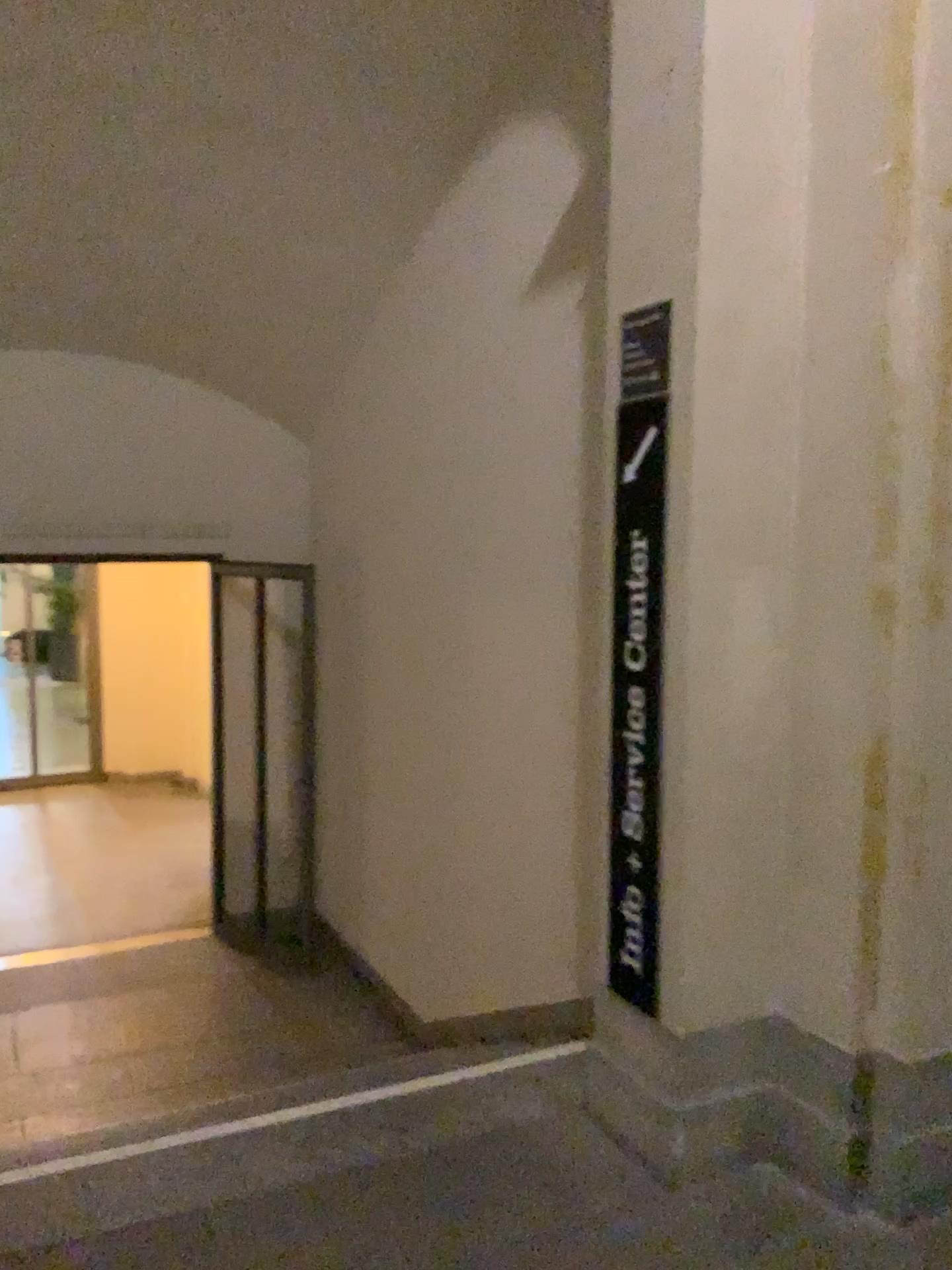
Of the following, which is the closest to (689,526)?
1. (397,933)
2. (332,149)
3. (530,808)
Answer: (530,808)
